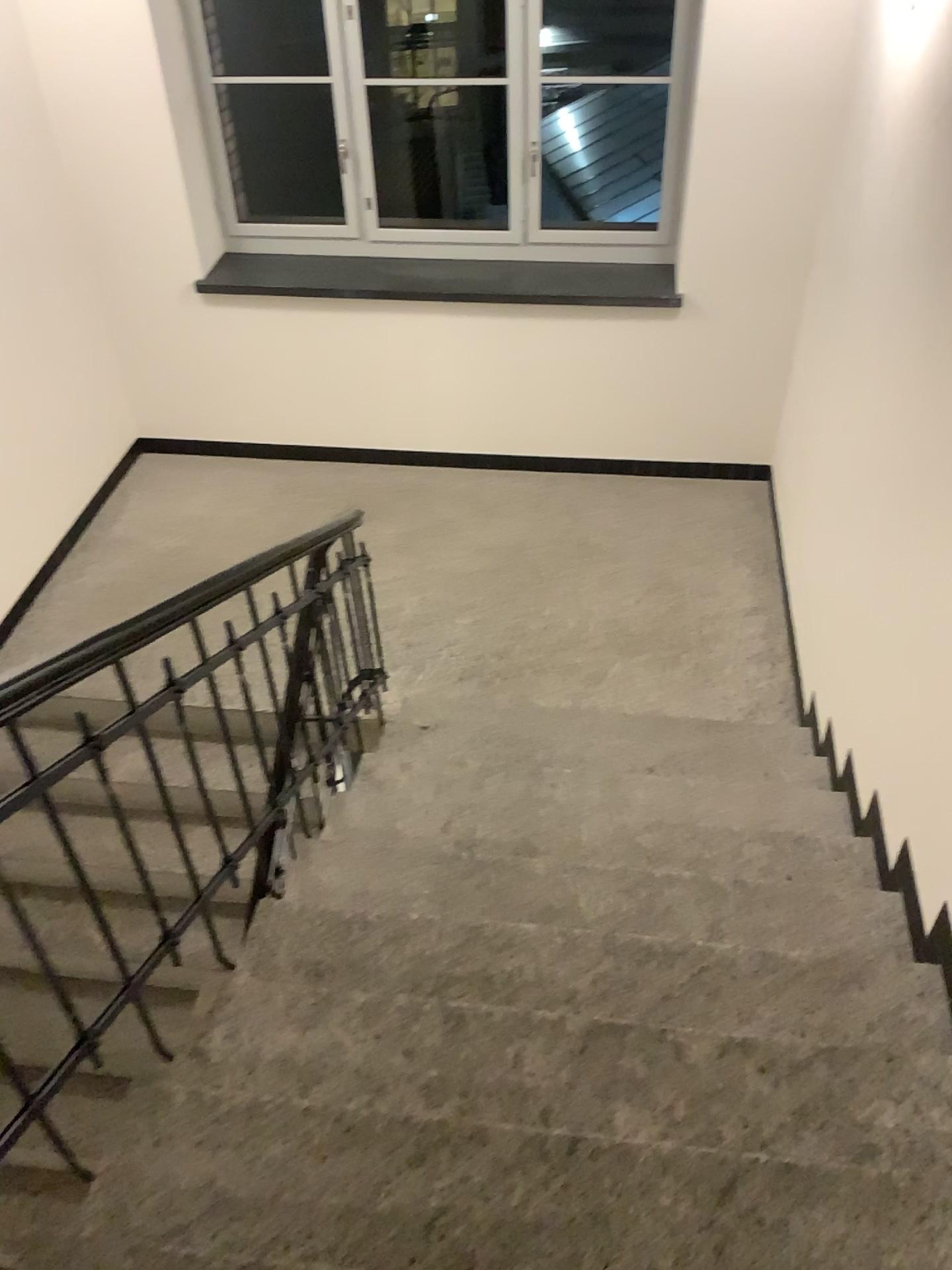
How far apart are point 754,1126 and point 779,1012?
0.37m

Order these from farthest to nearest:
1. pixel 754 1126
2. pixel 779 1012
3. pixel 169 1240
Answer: pixel 779 1012 < pixel 754 1126 < pixel 169 1240

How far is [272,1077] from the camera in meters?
1.9 m

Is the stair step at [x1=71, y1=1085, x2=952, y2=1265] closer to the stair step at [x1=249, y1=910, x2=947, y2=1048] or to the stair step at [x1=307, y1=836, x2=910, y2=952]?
the stair step at [x1=249, y1=910, x2=947, y2=1048]

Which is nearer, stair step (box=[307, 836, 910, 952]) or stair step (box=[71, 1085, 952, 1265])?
stair step (box=[71, 1085, 952, 1265])

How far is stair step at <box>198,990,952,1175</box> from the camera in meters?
1.9 m

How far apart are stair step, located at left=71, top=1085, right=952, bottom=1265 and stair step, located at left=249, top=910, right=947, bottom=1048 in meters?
0.4

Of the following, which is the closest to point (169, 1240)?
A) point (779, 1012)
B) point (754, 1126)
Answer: point (754, 1126)

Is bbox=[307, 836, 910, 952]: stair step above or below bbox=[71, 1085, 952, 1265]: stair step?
below

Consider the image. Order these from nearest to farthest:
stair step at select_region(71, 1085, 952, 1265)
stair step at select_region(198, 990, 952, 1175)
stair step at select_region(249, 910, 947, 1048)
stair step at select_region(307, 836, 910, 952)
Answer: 1. stair step at select_region(71, 1085, 952, 1265)
2. stair step at select_region(198, 990, 952, 1175)
3. stair step at select_region(249, 910, 947, 1048)
4. stair step at select_region(307, 836, 910, 952)
